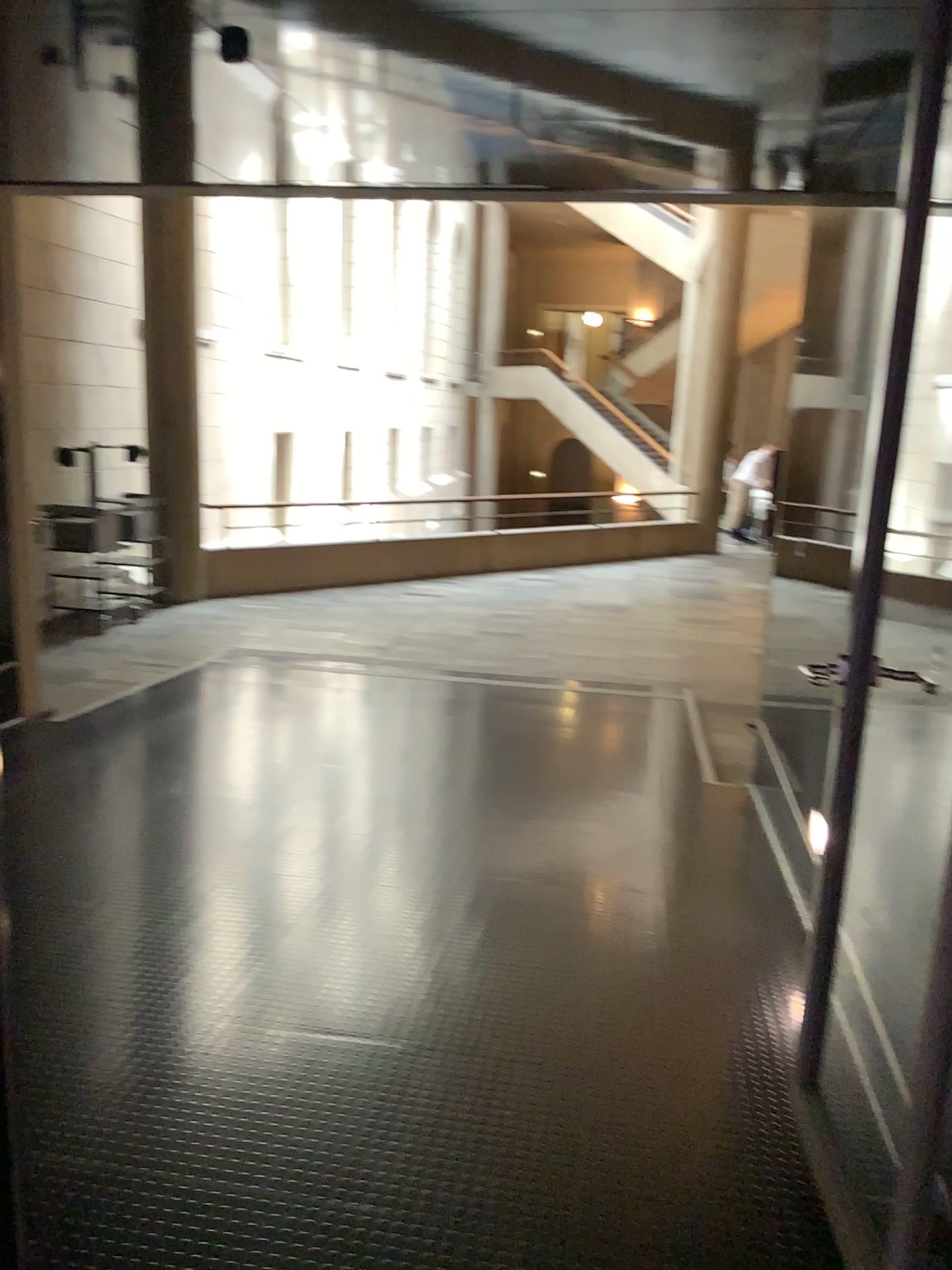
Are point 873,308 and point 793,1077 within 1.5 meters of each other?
no
